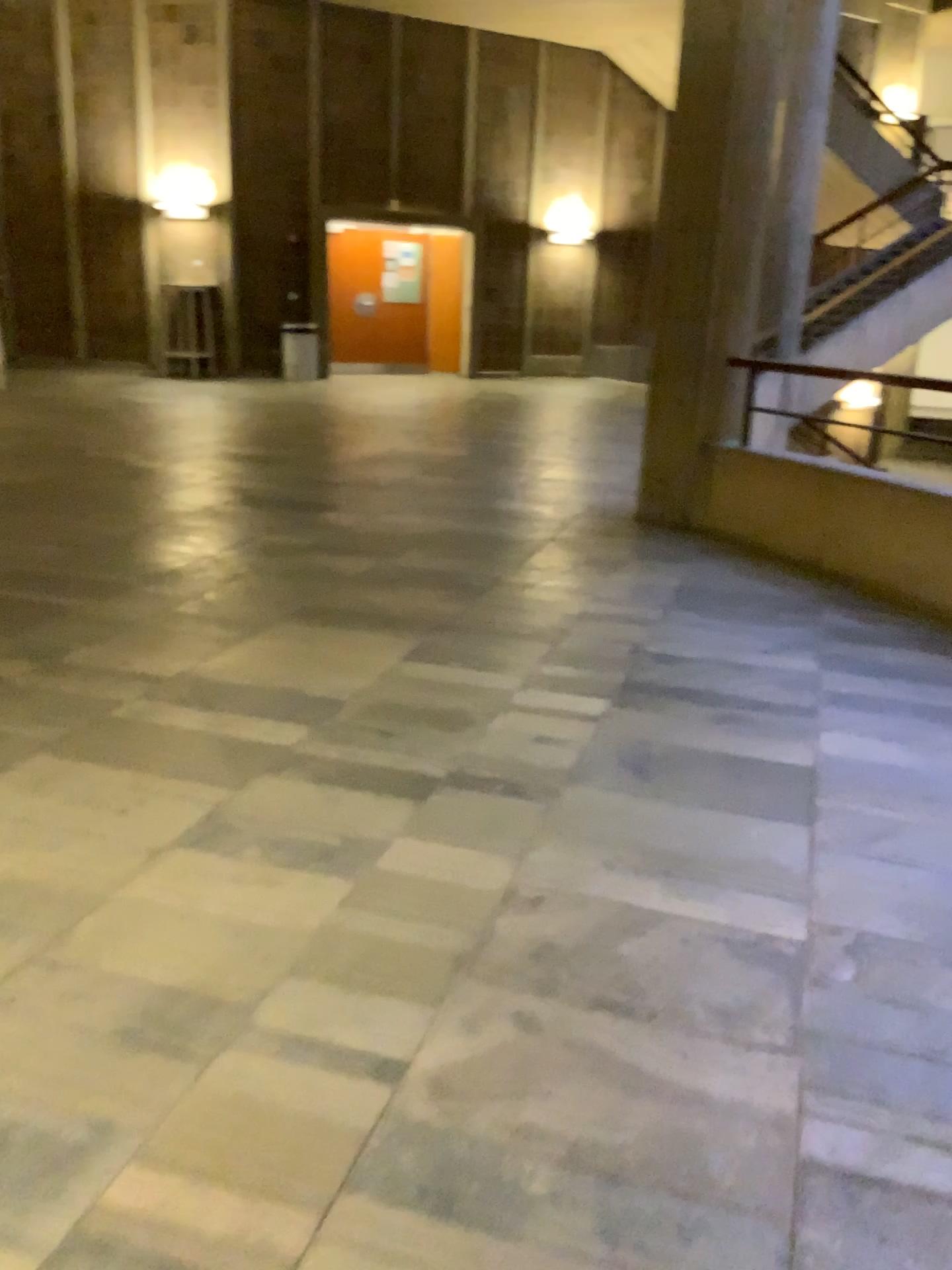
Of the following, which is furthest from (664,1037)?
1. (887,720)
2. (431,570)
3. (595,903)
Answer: (431,570)
